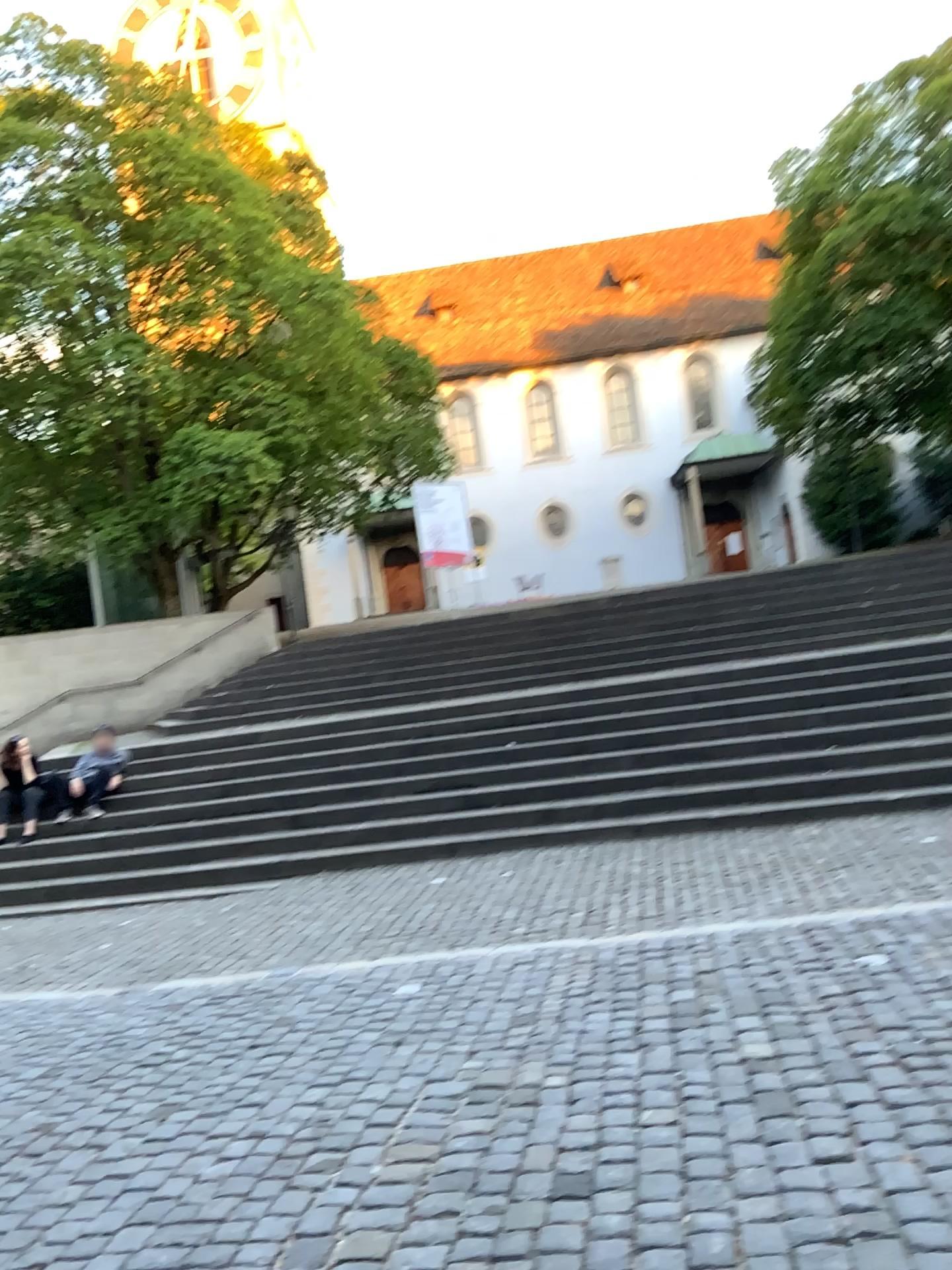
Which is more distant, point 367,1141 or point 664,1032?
point 664,1032
